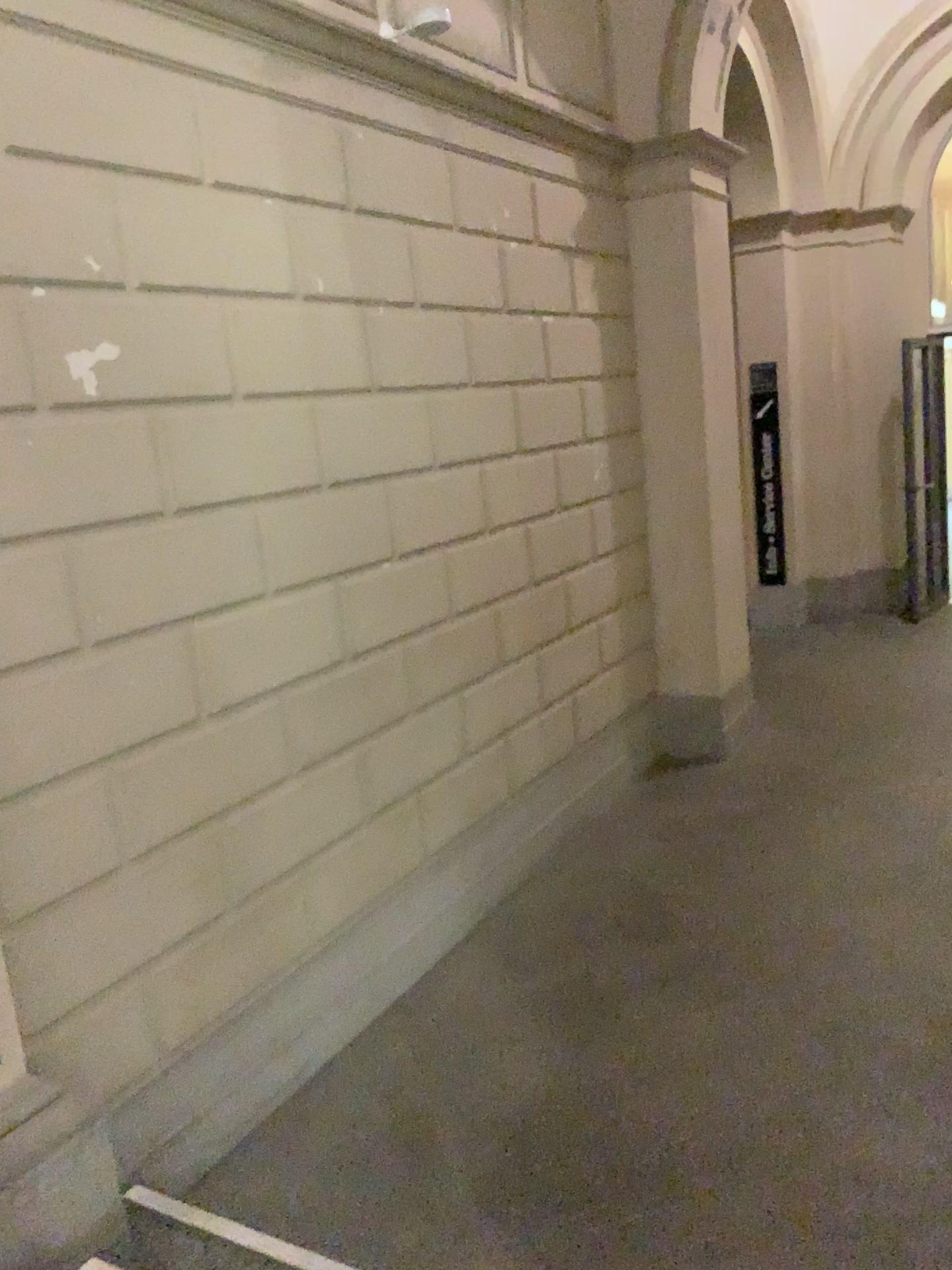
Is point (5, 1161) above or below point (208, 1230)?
above

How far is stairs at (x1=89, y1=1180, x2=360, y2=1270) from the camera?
2.37m

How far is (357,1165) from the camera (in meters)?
2.83

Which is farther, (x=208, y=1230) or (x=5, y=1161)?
(x=208, y=1230)

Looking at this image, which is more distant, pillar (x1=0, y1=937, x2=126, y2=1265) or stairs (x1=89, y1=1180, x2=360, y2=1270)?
stairs (x1=89, y1=1180, x2=360, y2=1270)

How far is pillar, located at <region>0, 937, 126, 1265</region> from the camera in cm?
212

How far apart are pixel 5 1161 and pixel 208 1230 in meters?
0.5 m
